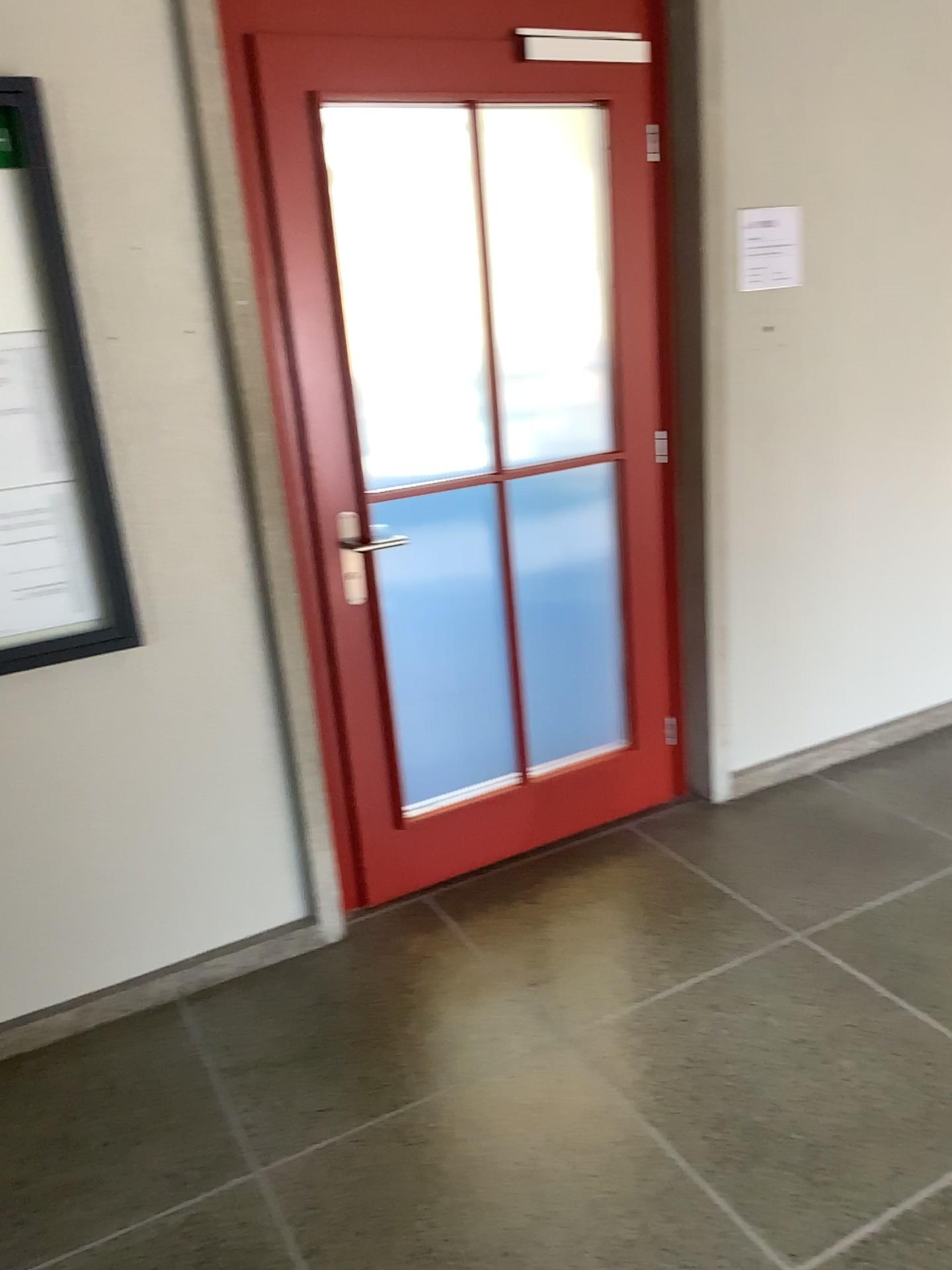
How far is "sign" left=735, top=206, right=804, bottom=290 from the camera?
2.9 meters

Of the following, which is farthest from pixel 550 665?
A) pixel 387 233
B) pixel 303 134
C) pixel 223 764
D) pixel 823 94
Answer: pixel 823 94

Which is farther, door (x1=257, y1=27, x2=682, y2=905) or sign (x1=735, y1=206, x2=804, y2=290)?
sign (x1=735, y1=206, x2=804, y2=290)

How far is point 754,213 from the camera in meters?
2.9

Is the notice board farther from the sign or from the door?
the sign

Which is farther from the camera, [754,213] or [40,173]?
[754,213]

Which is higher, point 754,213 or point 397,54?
point 397,54

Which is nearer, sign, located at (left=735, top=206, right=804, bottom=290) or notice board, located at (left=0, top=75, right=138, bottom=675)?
notice board, located at (left=0, top=75, right=138, bottom=675)

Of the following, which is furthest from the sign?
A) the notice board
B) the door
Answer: the notice board
